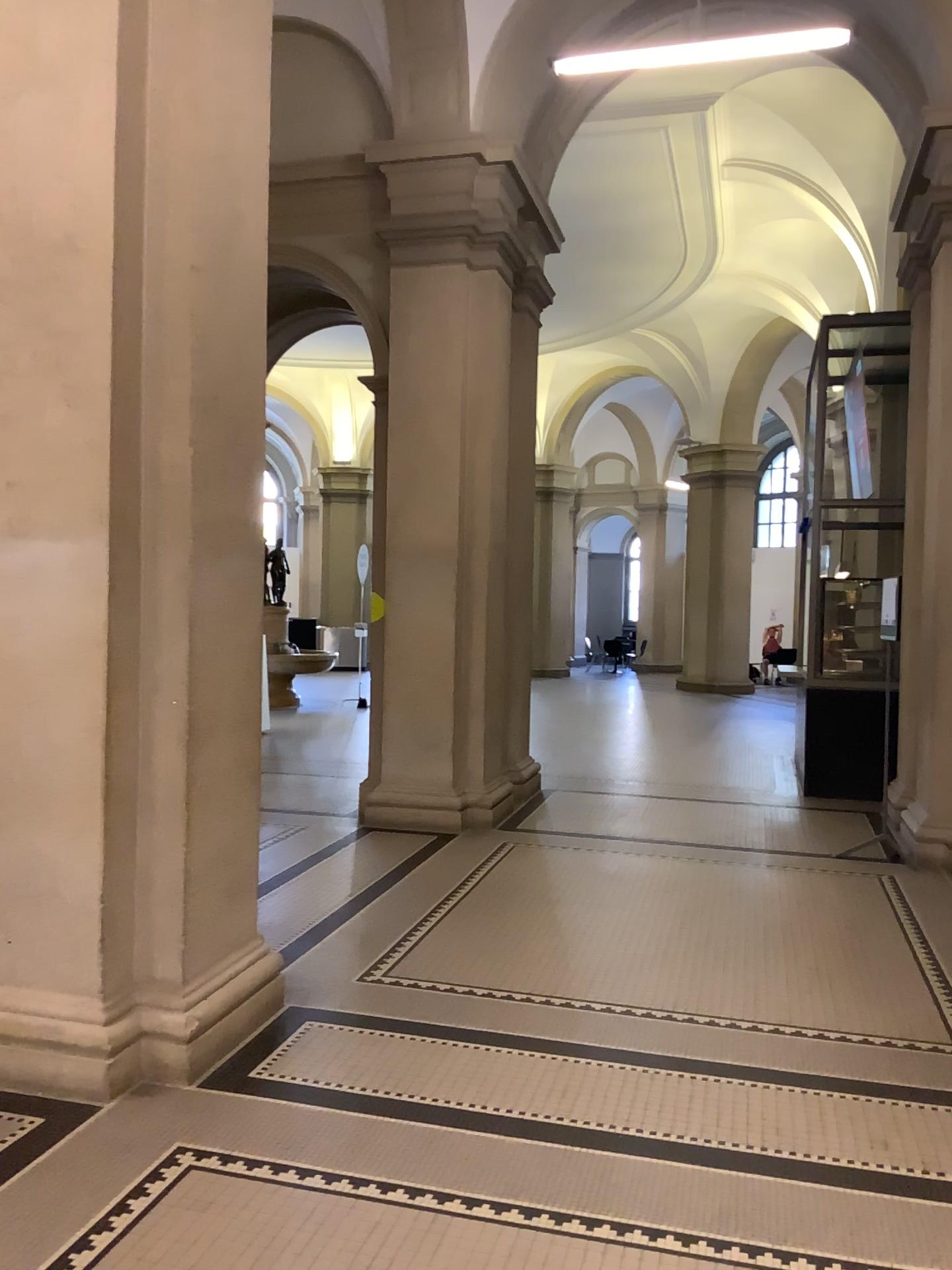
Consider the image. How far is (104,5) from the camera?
3.37m

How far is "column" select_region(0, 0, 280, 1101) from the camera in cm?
337

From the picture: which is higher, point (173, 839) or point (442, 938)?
point (173, 839)
